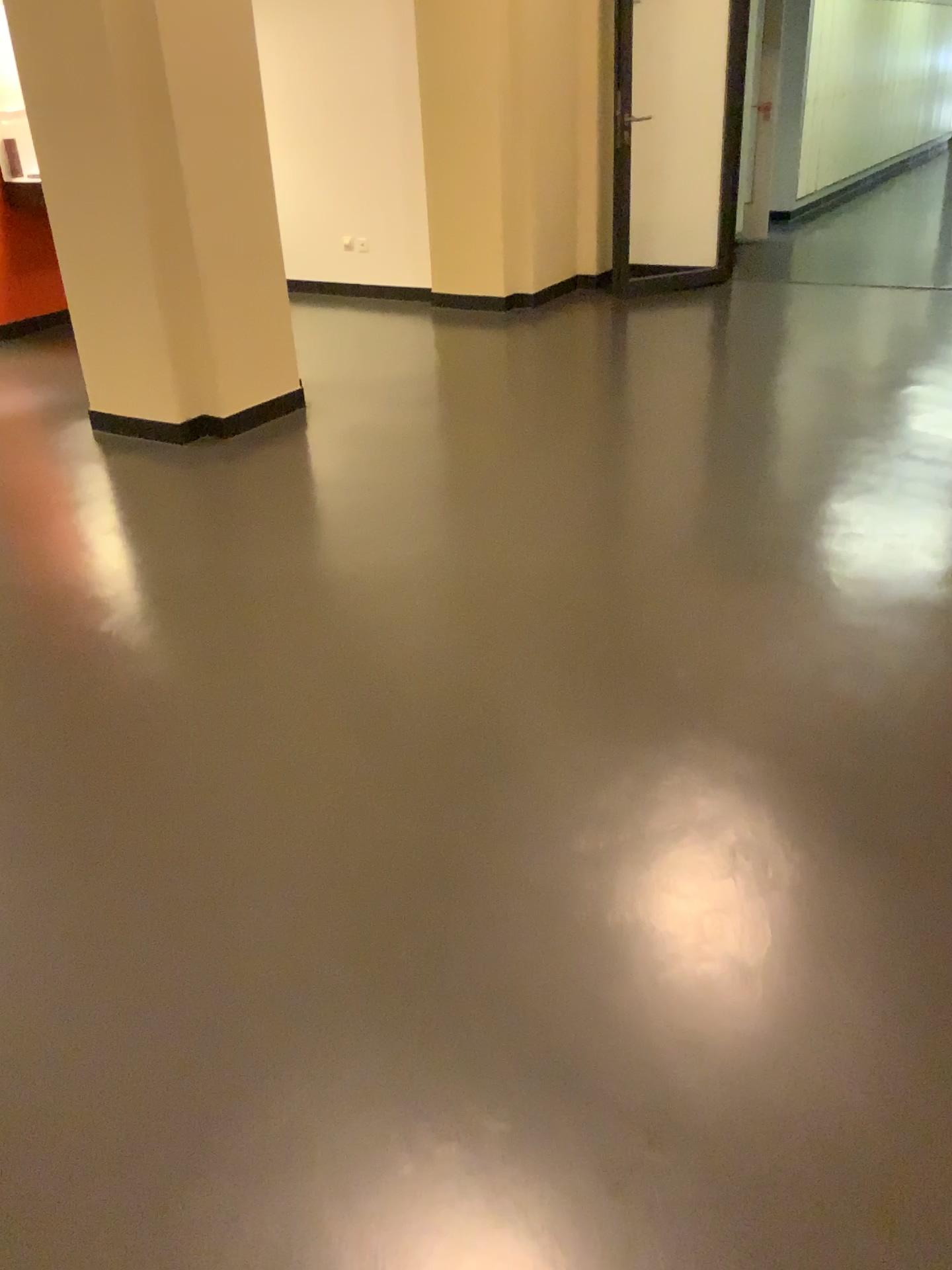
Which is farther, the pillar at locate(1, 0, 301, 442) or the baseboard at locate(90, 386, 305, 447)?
the baseboard at locate(90, 386, 305, 447)

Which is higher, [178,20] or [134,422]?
[178,20]

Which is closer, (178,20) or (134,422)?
(178,20)

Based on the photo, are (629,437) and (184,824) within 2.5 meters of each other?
no
